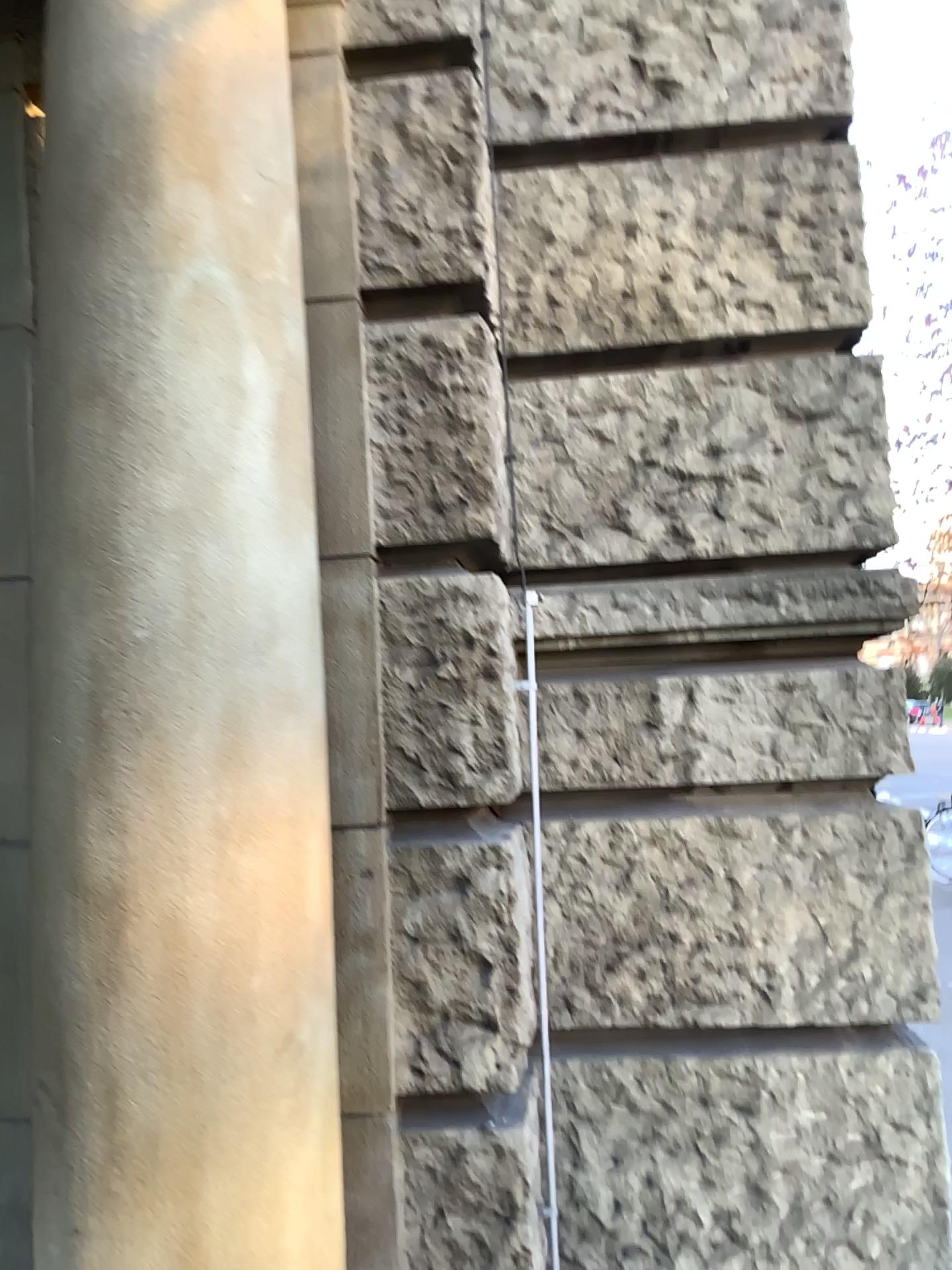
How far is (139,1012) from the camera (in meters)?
1.32

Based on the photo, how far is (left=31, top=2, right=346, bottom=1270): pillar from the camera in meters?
1.3

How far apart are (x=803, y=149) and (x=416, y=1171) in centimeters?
232cm
